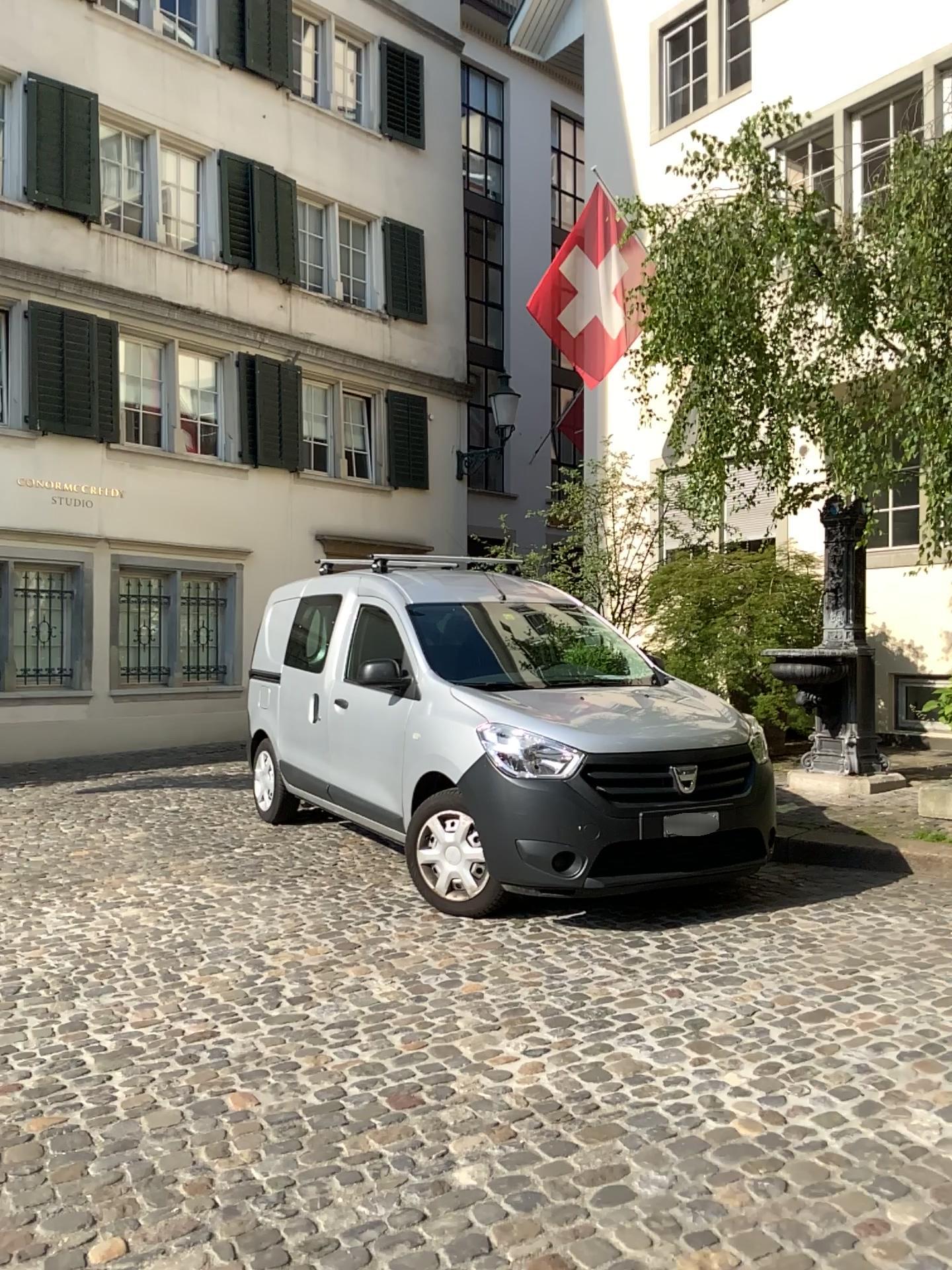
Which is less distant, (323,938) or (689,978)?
(689,978)
